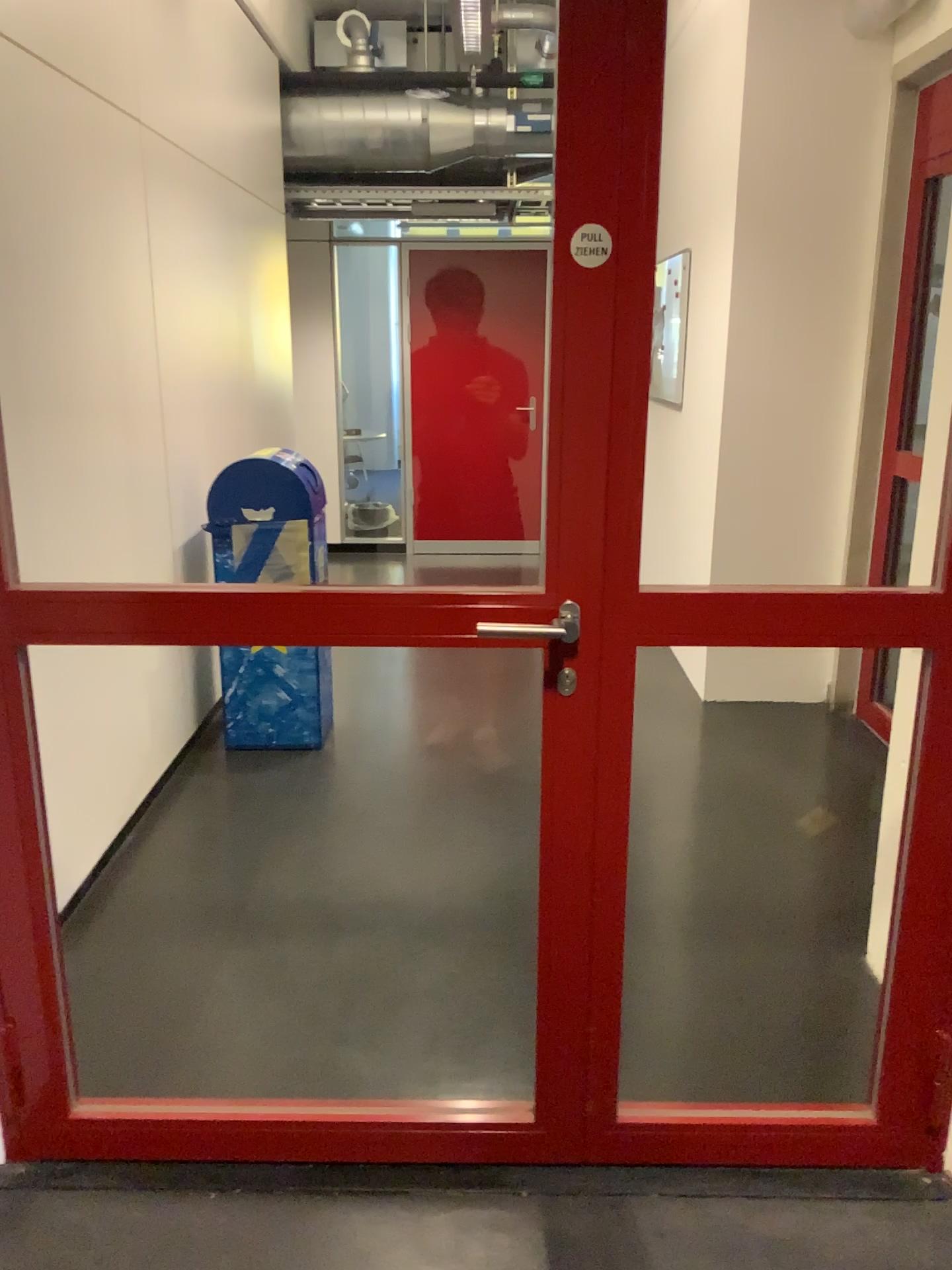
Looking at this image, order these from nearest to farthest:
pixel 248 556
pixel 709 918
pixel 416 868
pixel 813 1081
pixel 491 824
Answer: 1. pixel 813 1081
2. pixel 709 918
3. pixel 416 868
4. pixel 491 824
5. pixel 248 556

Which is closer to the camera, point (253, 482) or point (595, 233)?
point (595, 233)

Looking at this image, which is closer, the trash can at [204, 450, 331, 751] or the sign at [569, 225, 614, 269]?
the sign at [569, 225, 614, 269]

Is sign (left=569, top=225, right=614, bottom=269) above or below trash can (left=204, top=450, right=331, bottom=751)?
above

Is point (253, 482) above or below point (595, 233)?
below
